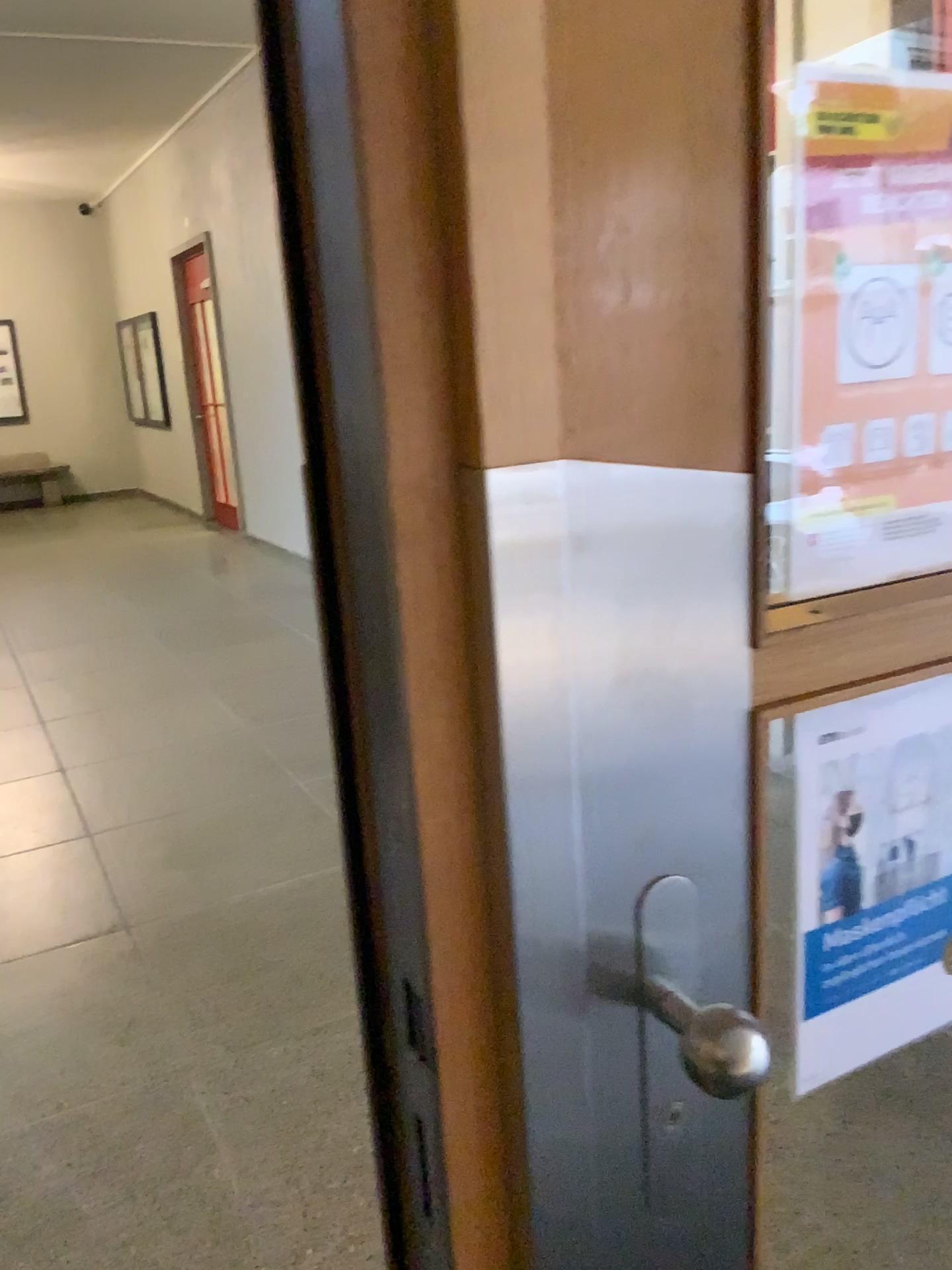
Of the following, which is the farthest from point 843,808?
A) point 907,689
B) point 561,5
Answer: point 561,5

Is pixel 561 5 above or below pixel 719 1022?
above

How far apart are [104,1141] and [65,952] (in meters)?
0.77

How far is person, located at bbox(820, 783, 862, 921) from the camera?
0.7m

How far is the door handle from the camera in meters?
0.6

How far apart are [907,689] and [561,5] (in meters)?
0.47

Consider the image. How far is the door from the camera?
0.5m

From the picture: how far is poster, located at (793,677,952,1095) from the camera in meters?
0.7
